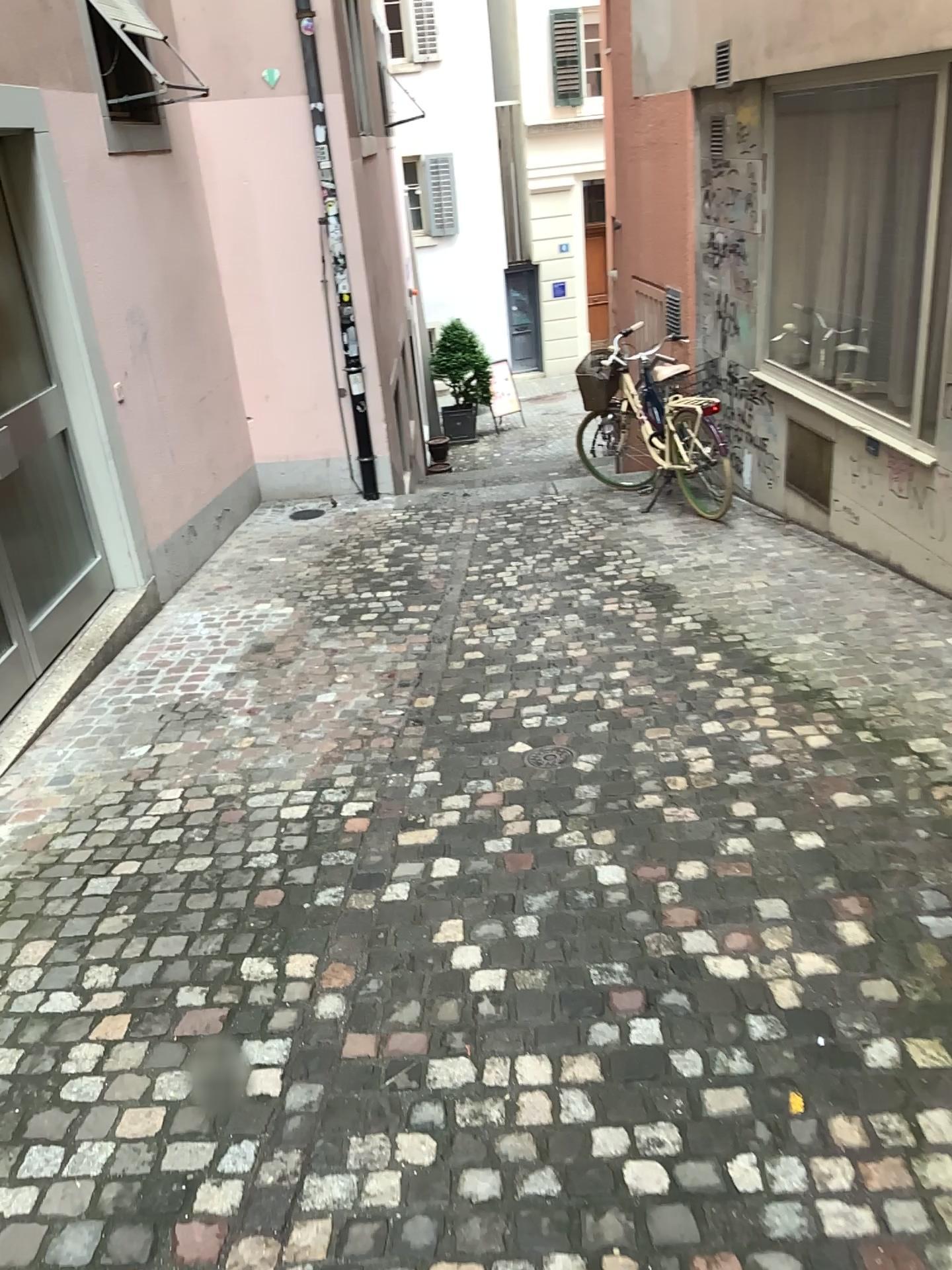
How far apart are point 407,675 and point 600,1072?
2.5 meters
